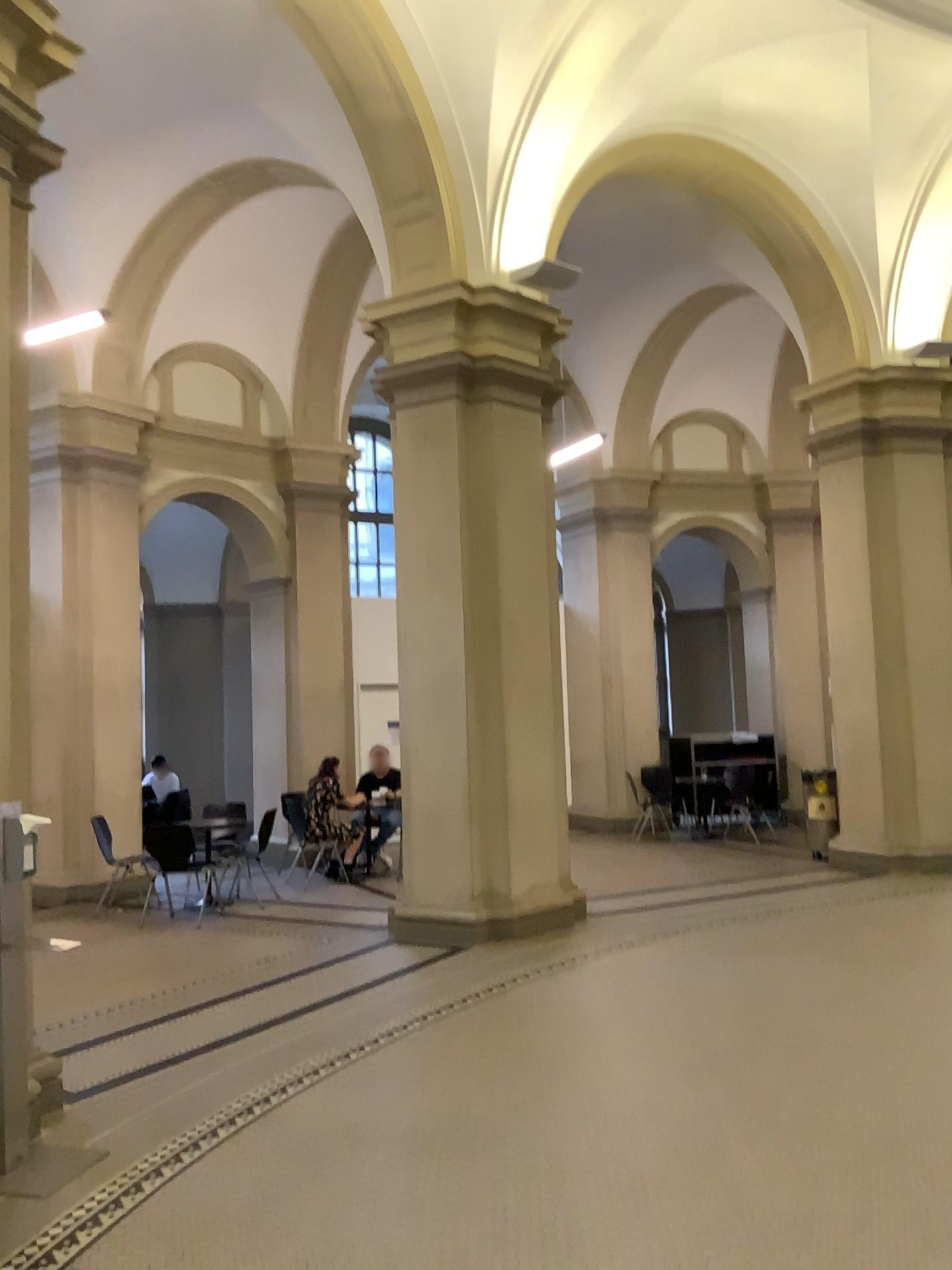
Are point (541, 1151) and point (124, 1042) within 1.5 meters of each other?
no
